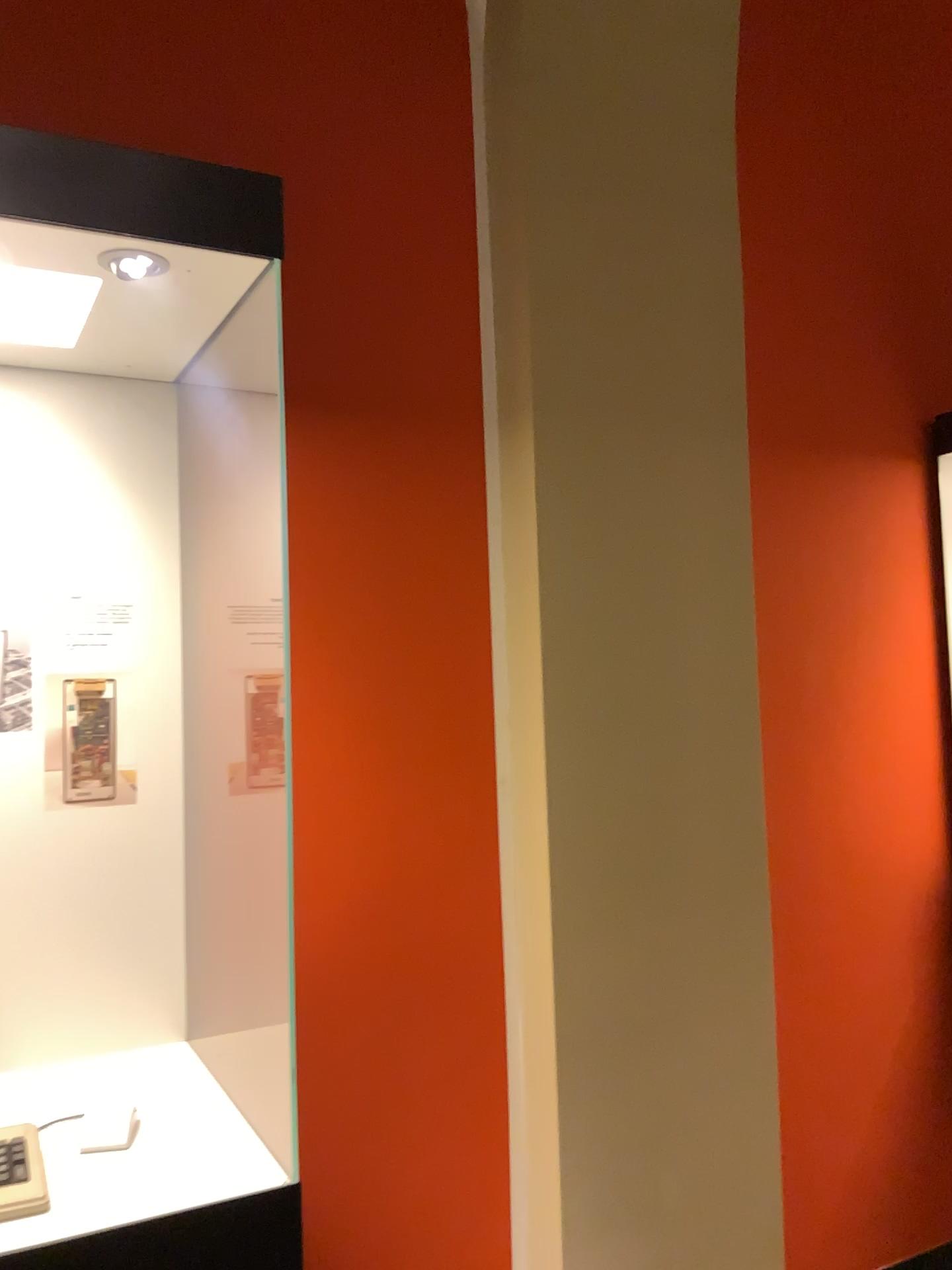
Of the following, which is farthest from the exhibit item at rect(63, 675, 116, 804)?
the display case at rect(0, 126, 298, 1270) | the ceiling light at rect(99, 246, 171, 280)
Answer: the ceiling light at rect(99, 246, 171, 280)

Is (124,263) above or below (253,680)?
above

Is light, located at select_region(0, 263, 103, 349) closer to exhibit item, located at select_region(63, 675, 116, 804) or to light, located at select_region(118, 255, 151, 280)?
light, located at select_region(118, 255, 151, 280)

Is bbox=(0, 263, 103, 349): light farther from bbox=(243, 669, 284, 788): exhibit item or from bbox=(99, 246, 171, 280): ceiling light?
bbox=(243, 669, 284, 788): exhibit item

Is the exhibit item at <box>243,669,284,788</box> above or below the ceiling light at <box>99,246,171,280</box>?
below

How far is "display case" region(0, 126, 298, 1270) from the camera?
1.1m

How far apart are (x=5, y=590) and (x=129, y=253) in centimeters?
43cm

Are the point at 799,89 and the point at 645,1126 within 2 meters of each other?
no

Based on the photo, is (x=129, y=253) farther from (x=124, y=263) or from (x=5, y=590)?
(x=5, y=590)

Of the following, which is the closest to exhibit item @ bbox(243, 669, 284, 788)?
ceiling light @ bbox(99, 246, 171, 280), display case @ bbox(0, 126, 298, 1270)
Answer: display case @ bbox(0, 126, 298, 1270)
